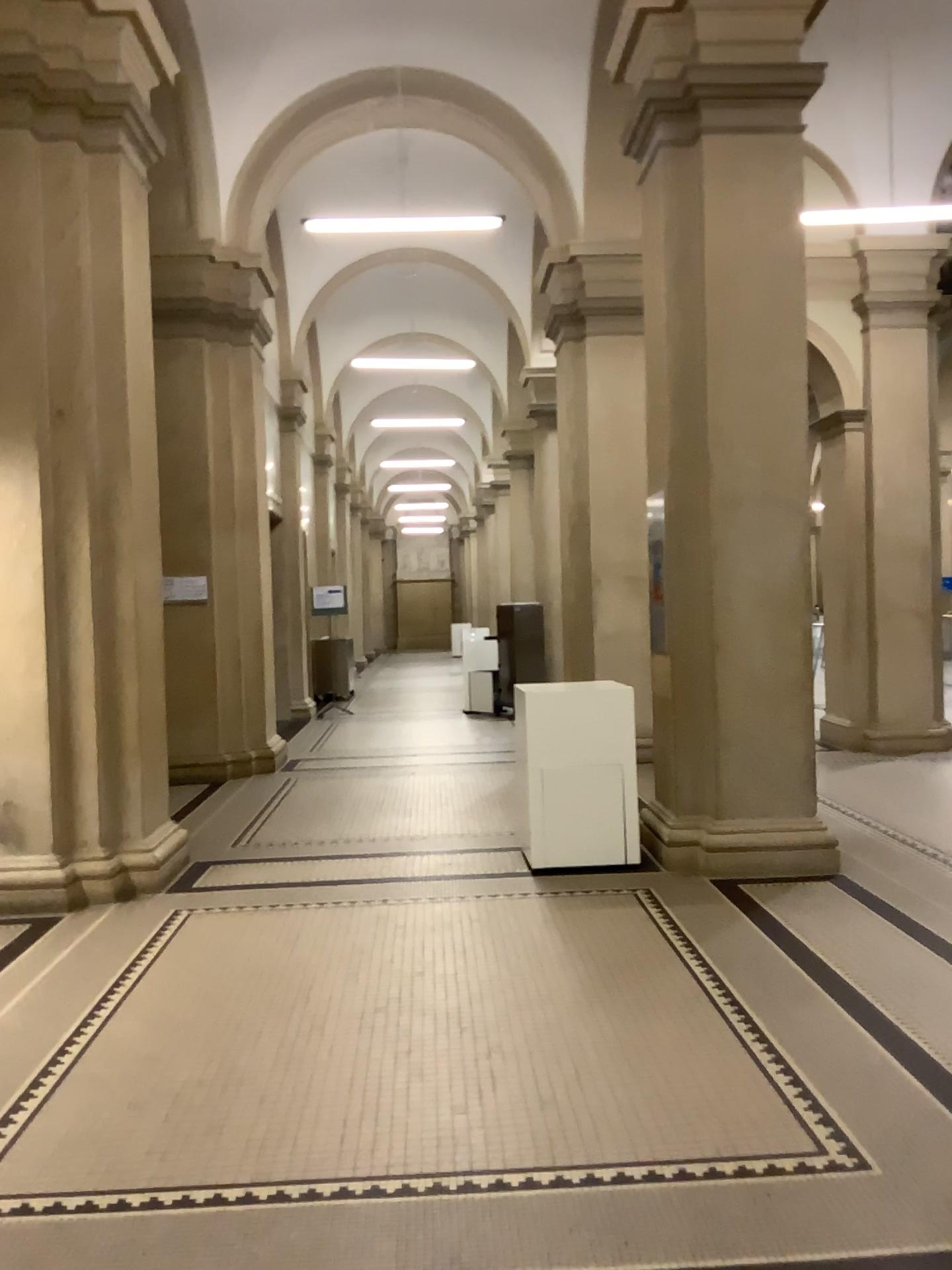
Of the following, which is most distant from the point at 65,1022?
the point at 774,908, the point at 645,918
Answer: the point at 774,908
